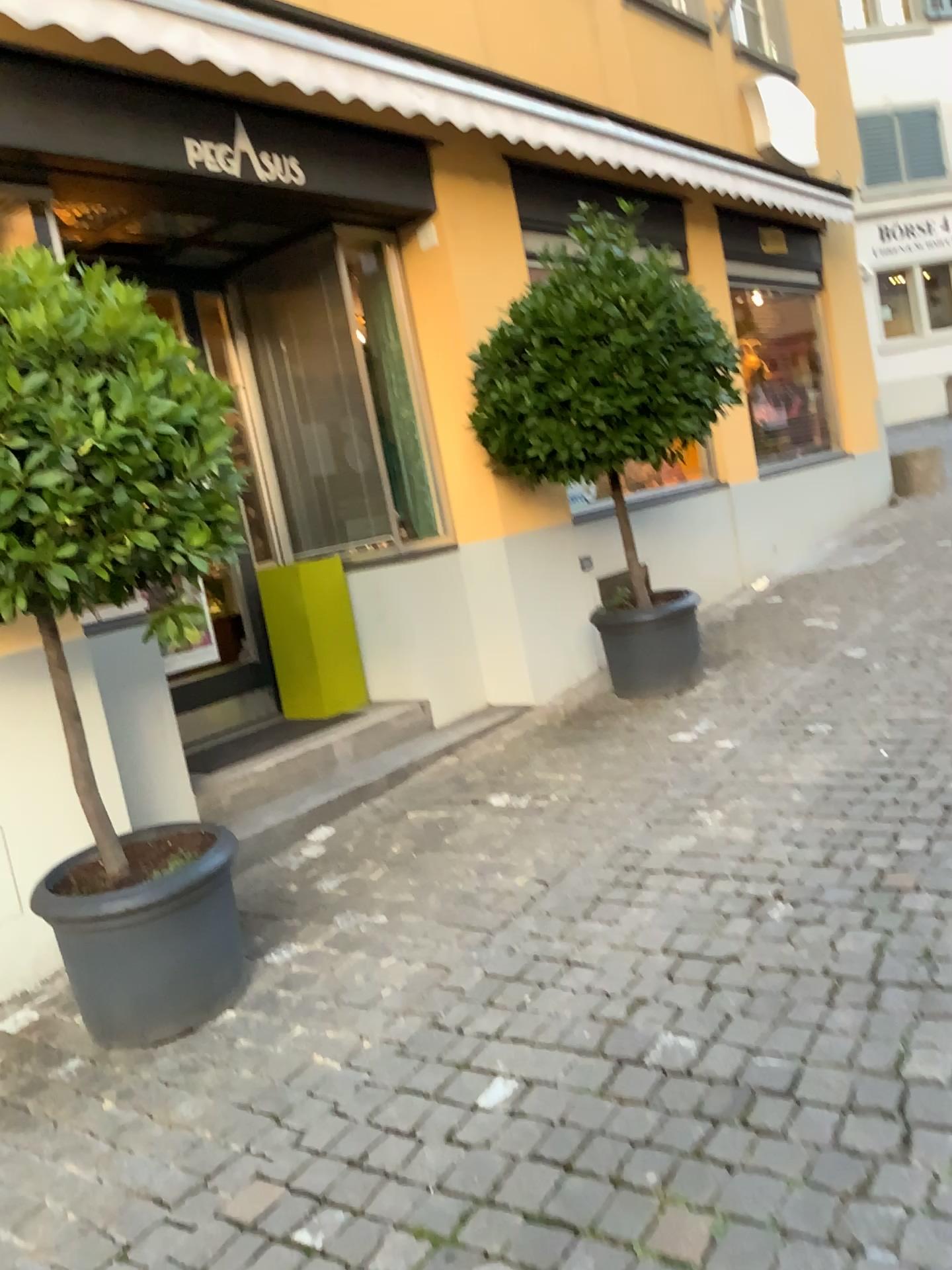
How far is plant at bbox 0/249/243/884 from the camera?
2.4m

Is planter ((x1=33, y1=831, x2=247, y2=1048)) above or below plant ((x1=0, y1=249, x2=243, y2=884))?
below

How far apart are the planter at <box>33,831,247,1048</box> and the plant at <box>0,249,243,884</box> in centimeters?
74cm

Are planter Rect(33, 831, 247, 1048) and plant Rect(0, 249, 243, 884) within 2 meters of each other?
yes

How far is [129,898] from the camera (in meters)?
2.77

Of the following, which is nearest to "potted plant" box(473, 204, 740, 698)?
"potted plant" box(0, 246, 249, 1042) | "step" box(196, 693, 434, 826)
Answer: "step" box(196, 693, 434, 826)

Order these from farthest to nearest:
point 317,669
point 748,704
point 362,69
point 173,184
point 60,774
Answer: point 317,669 → point 748,704 → point 362,69 → point 173,184 → point 60,774

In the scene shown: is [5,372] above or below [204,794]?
above

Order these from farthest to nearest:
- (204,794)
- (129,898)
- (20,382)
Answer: (204,794)
(129,898)
(20,382)

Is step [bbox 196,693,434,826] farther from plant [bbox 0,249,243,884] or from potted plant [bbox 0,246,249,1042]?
plant [bbox 0,249,243,884]
